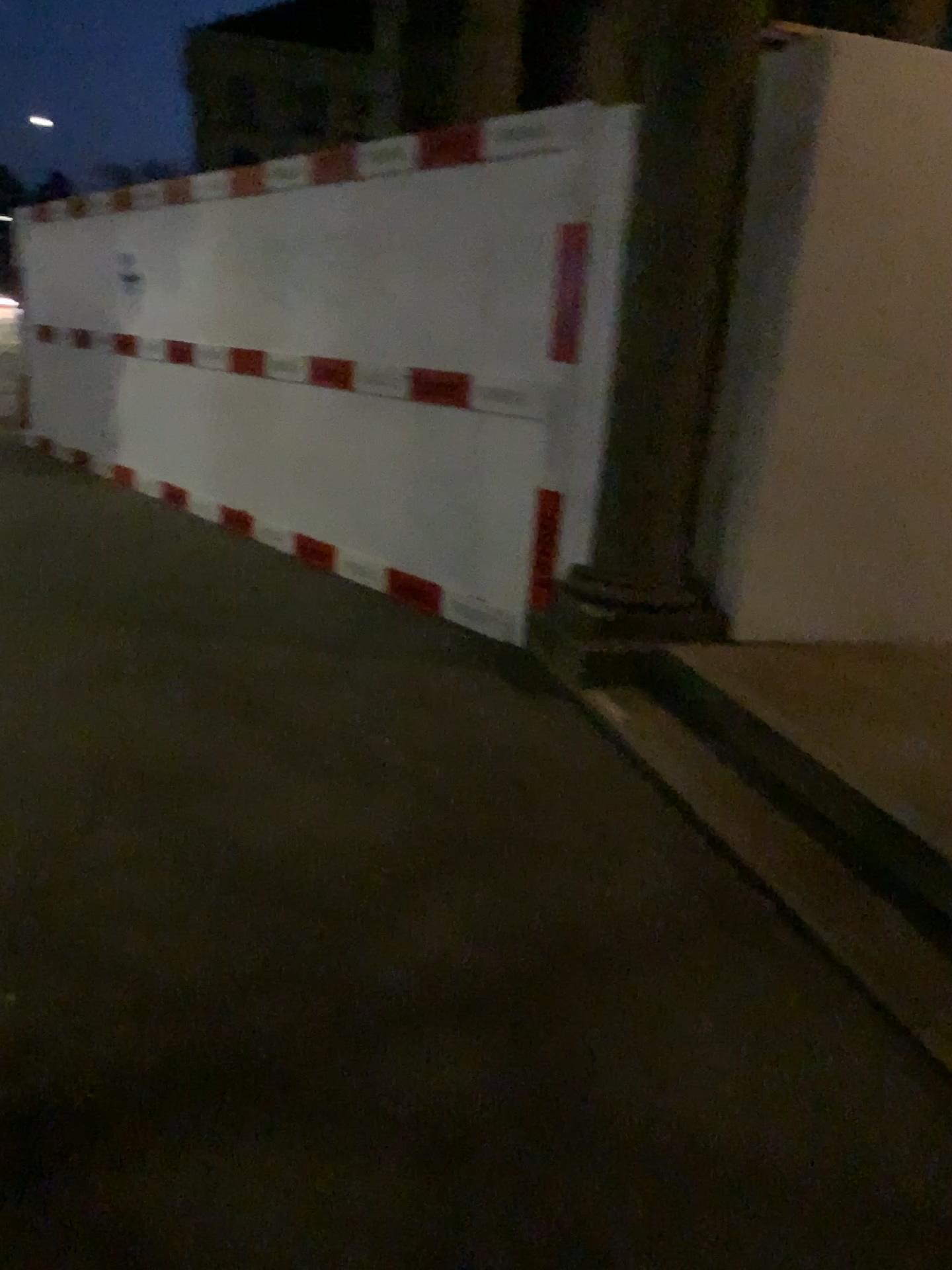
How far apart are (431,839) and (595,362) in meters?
2.0 m
